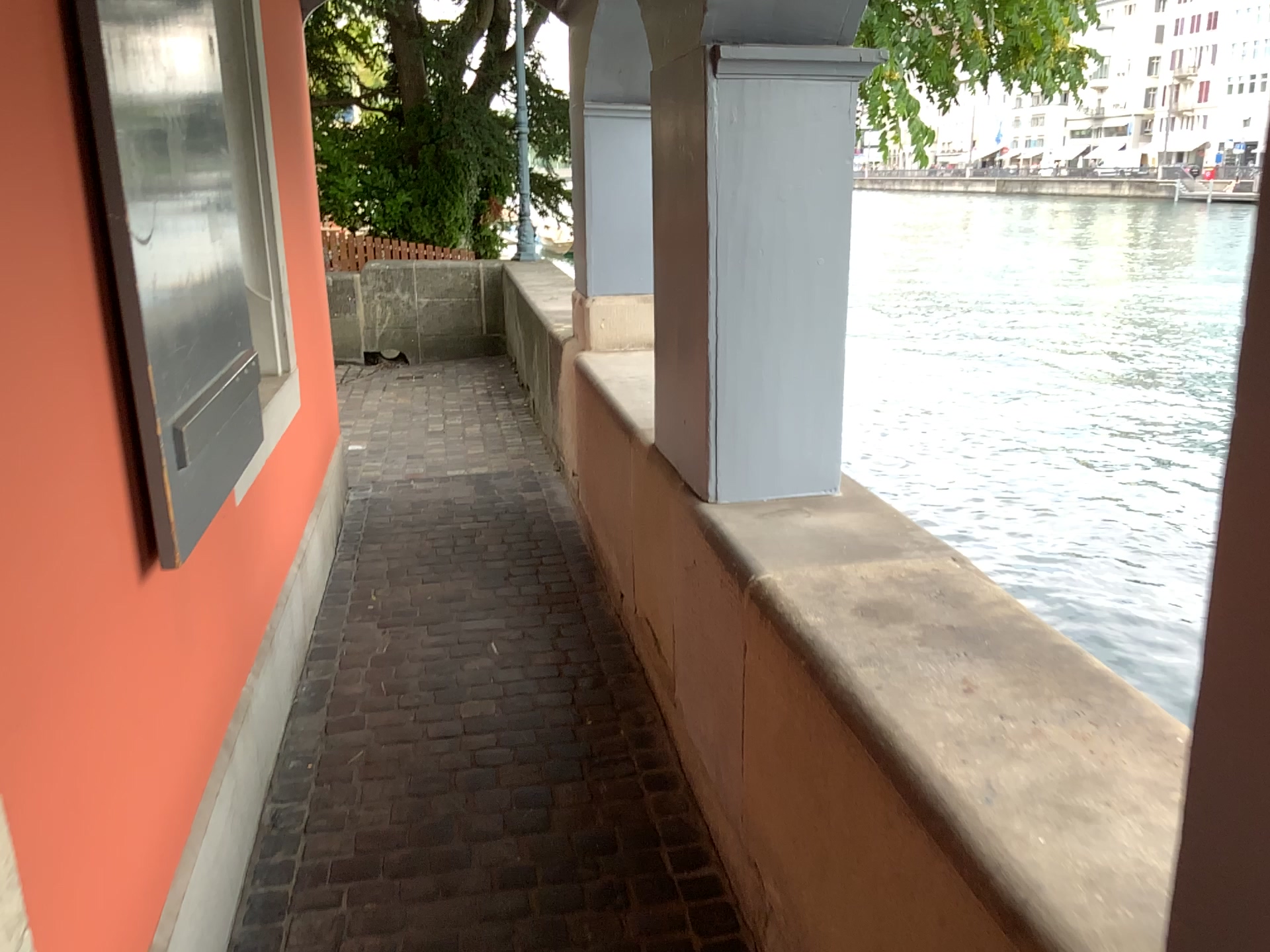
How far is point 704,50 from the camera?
2.1m

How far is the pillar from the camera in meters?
2.1 m

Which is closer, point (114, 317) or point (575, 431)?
point (114, 317)
